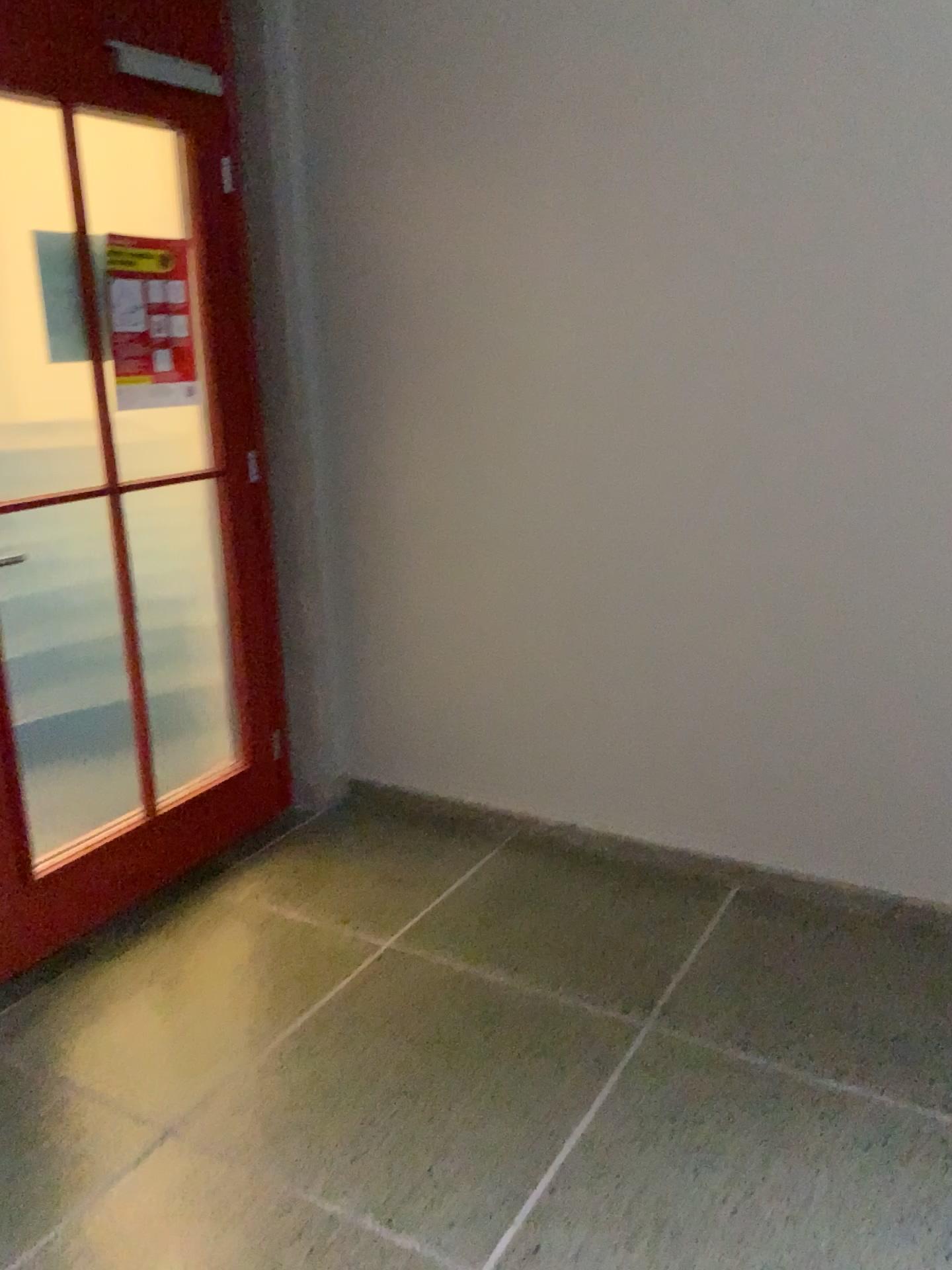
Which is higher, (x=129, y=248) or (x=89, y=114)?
(x=89, y=114)

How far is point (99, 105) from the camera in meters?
2.4 m

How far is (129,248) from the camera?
2.6m

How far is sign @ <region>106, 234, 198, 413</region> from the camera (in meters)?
2.58

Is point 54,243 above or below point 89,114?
below
